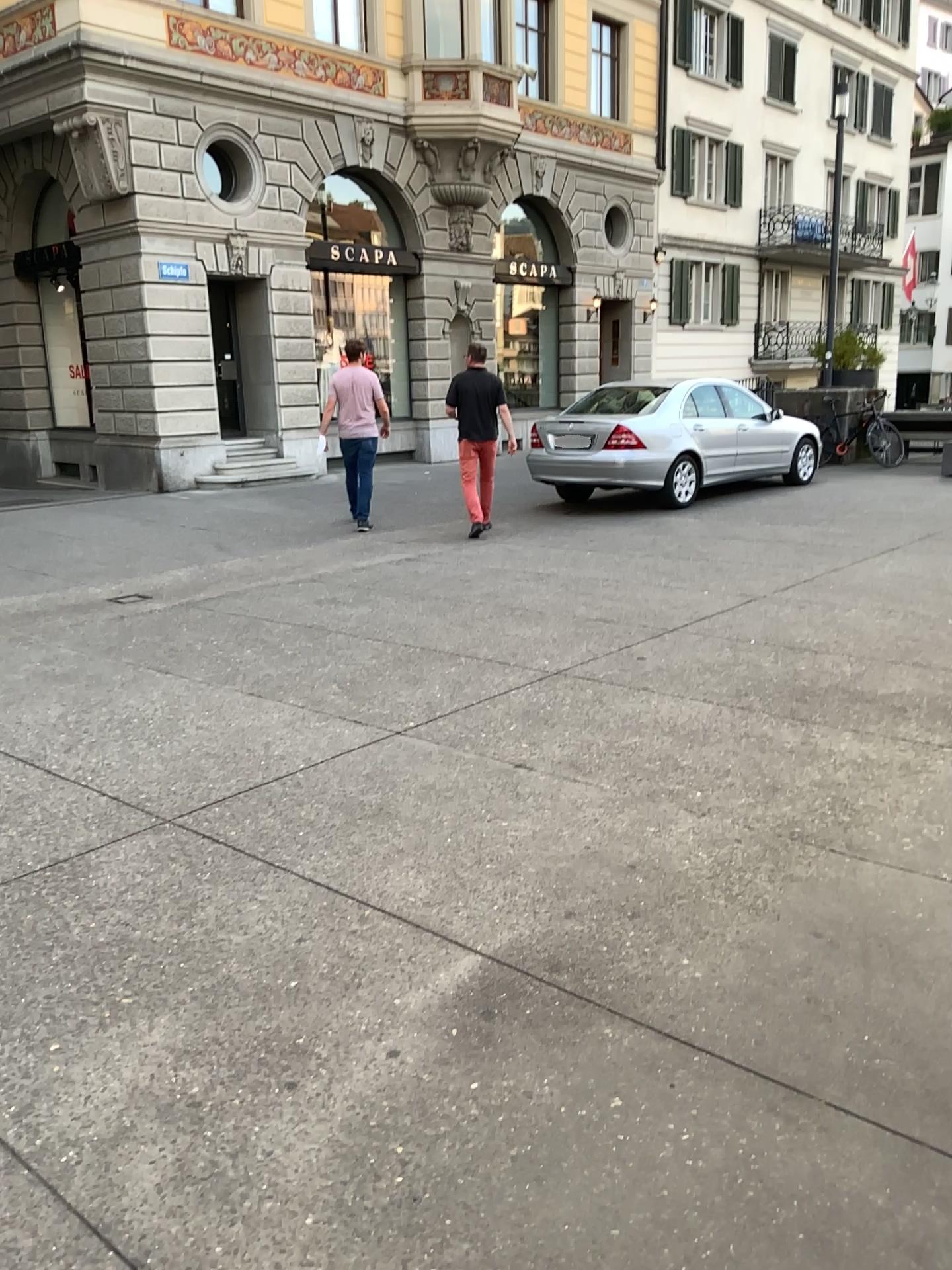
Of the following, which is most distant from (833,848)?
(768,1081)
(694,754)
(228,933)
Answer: (228,933)
